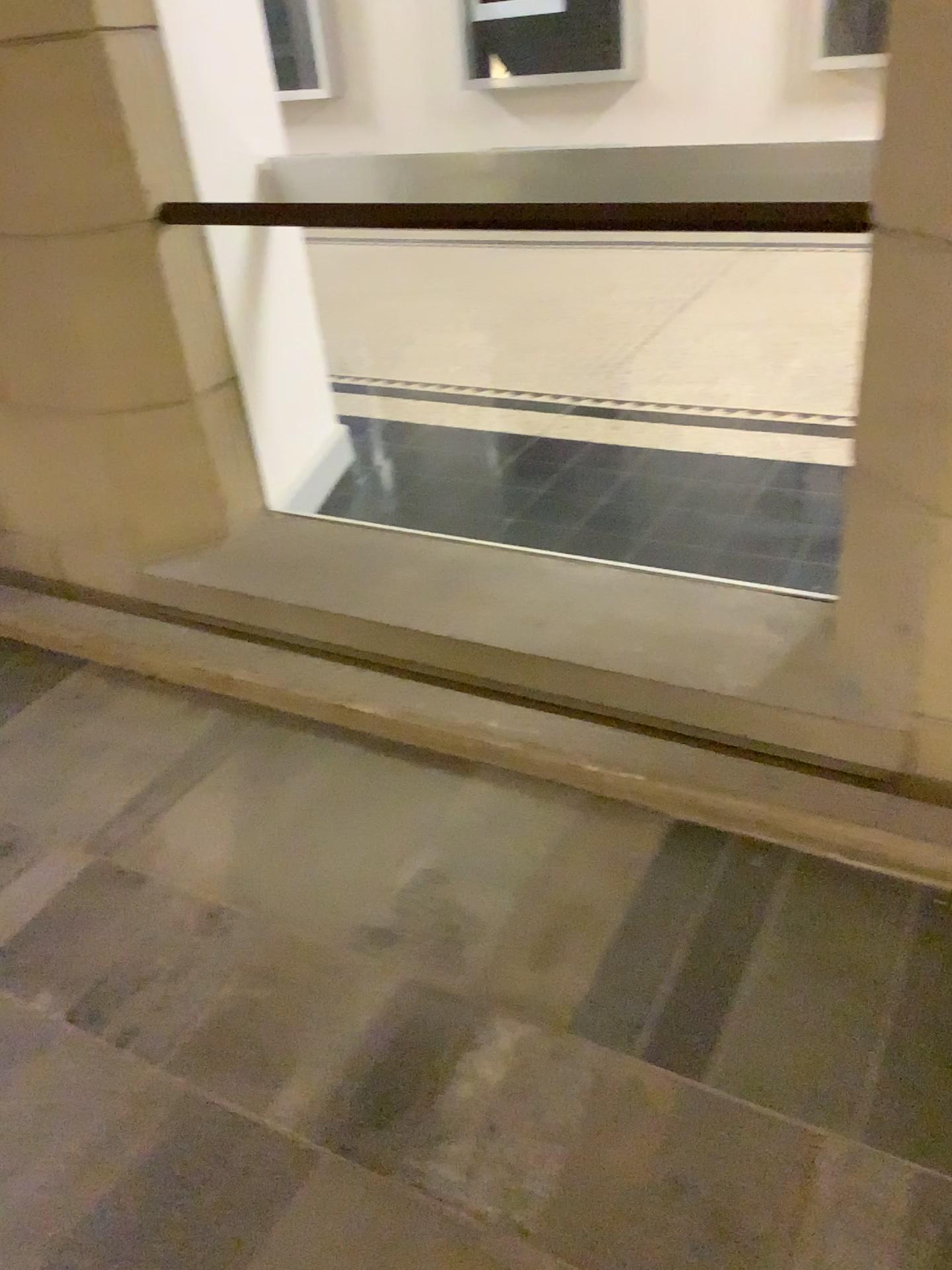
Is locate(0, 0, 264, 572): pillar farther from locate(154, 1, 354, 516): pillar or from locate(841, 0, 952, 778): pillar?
locate(841, 0, 952, 778): pillar

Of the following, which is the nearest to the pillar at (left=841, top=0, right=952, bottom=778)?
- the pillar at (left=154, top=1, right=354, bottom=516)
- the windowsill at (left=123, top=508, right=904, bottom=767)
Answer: the windowsill at (left=123, top=508, right=904, bottom=767)

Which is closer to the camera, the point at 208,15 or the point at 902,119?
the point at 902,119

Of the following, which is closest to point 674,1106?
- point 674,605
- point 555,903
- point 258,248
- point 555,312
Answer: point 555,903

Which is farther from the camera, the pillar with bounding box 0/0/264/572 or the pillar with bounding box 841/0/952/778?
the pillar with bounding box 0/0/264/572

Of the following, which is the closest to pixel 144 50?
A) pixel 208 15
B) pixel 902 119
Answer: pixel 208 15

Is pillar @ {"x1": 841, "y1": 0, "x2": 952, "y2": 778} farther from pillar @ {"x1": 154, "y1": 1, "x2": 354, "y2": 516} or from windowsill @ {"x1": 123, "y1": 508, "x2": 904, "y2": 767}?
pillar @ {"x1": 154, "y1": 1, "x2": 354, "y2": 516}

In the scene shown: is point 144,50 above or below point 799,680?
above

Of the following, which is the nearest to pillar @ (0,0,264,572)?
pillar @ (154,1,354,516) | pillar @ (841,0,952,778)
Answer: pillar @ (154,1,354,516)

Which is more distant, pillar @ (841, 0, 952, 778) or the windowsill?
the windowsill
